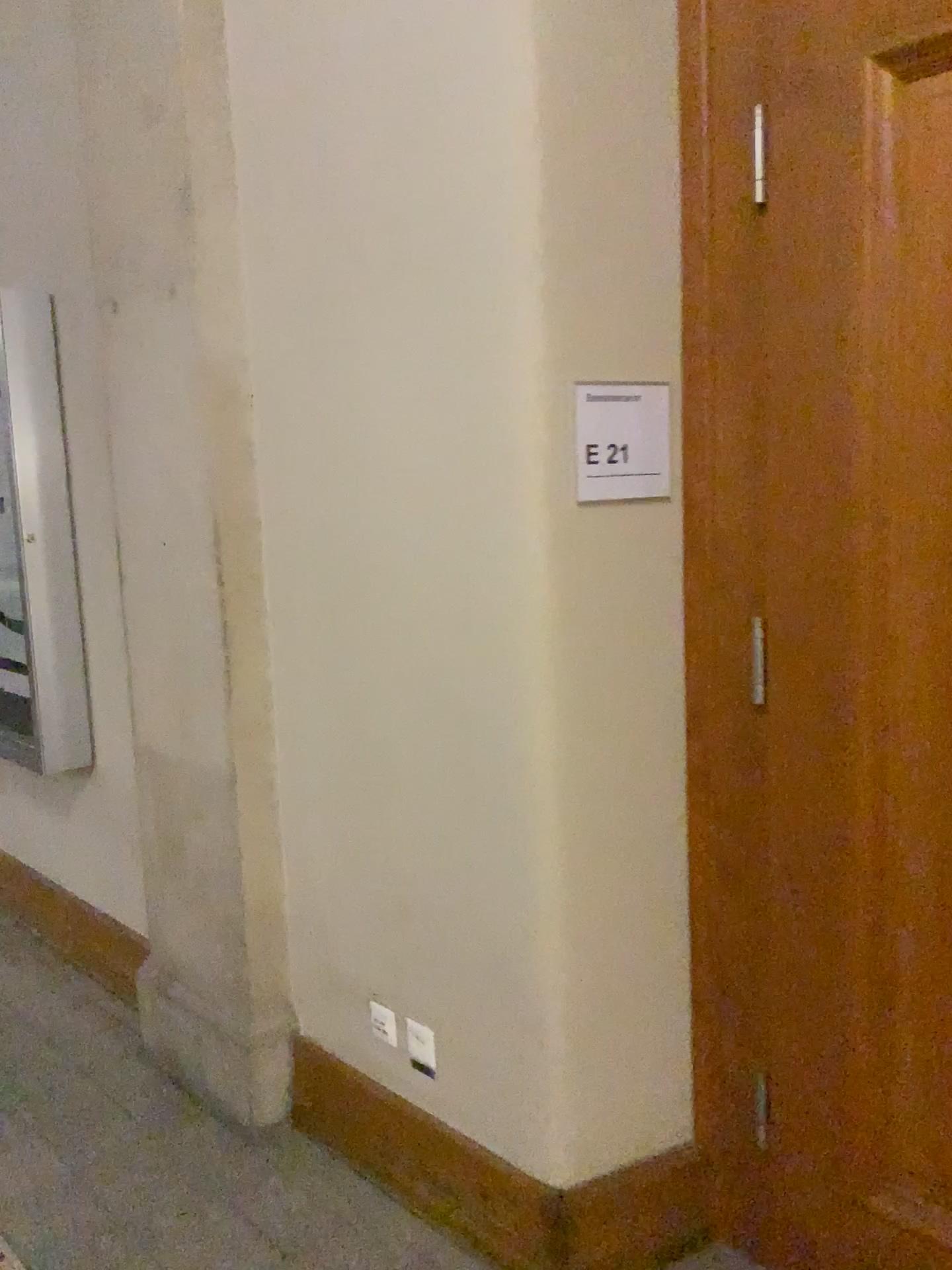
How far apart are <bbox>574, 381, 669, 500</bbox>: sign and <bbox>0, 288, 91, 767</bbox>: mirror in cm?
197

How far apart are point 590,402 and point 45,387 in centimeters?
205cm

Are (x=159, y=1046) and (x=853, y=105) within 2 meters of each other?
no

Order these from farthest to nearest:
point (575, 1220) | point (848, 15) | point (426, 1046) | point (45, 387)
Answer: point (45, 387) < point (426, 1046) < point (575, 1220) < point (848, 15)

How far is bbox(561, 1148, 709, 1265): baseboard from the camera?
1.97m

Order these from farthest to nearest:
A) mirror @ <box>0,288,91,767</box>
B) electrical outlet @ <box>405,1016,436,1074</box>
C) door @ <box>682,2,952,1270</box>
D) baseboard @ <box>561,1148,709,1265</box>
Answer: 1. mirror @ <box>0,288,91,767</box>
2. electrical outlet @ <box>405,1016,436,1074</box>
3. baseboard @ <box>561,1148,709,1265</box>
4. door @ <box>682,2,952,1270</box>

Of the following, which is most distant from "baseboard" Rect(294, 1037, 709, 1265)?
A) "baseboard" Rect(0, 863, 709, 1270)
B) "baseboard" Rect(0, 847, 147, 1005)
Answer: "baseboard" Rect(0, 847, 147, 1005)

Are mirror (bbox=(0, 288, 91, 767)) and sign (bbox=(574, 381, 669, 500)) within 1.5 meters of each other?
no

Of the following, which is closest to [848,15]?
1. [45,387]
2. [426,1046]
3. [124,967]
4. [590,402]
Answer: [590,402]

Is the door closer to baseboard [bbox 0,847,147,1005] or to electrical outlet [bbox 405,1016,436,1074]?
electrical outlet [bbox 405,1016,436,1074]
